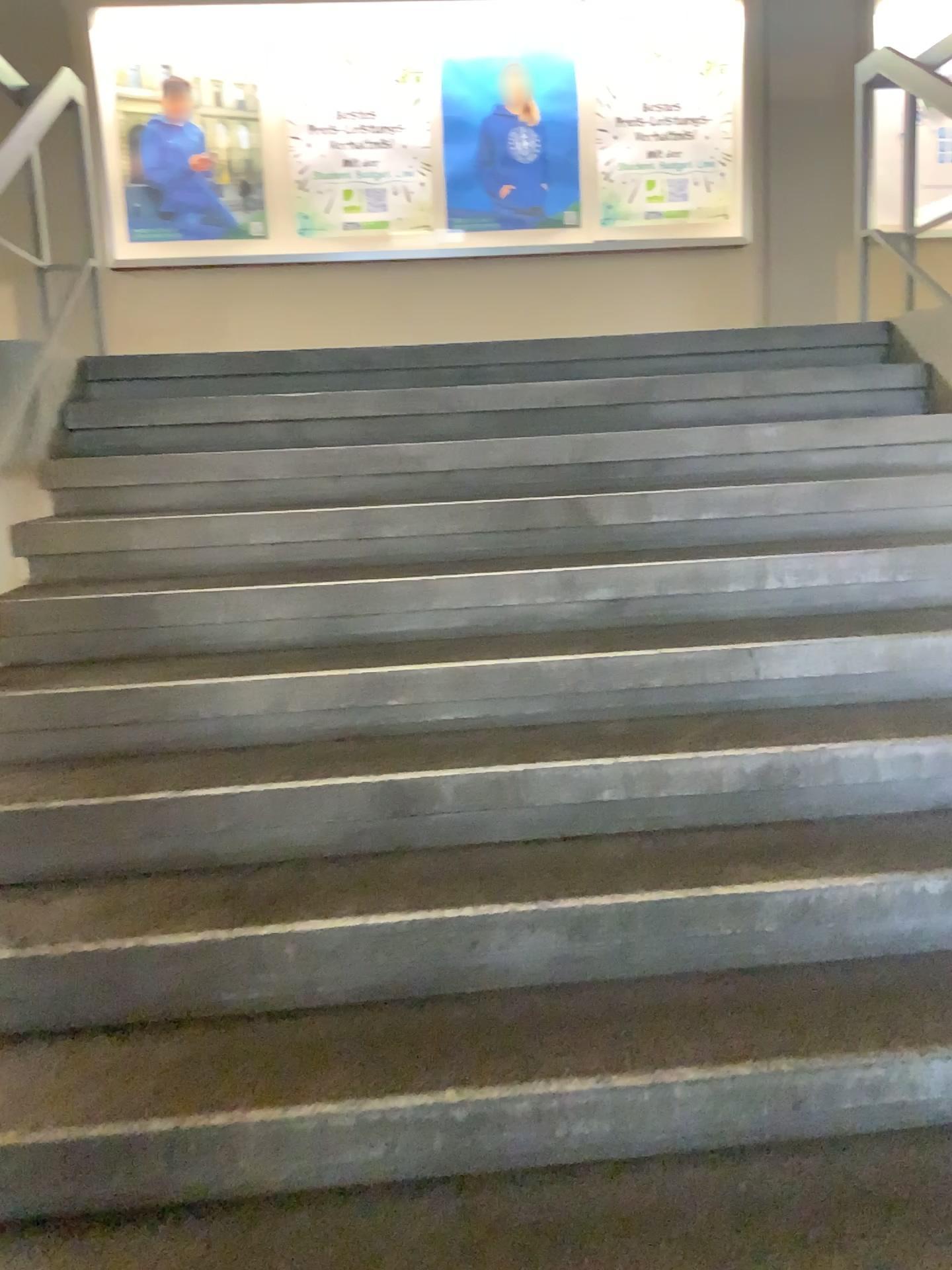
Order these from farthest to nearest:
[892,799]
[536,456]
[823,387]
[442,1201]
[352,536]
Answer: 1. [823,387]
2. [536,456]
3. [352,536]
4. [892,799]
5. [442,1201]
